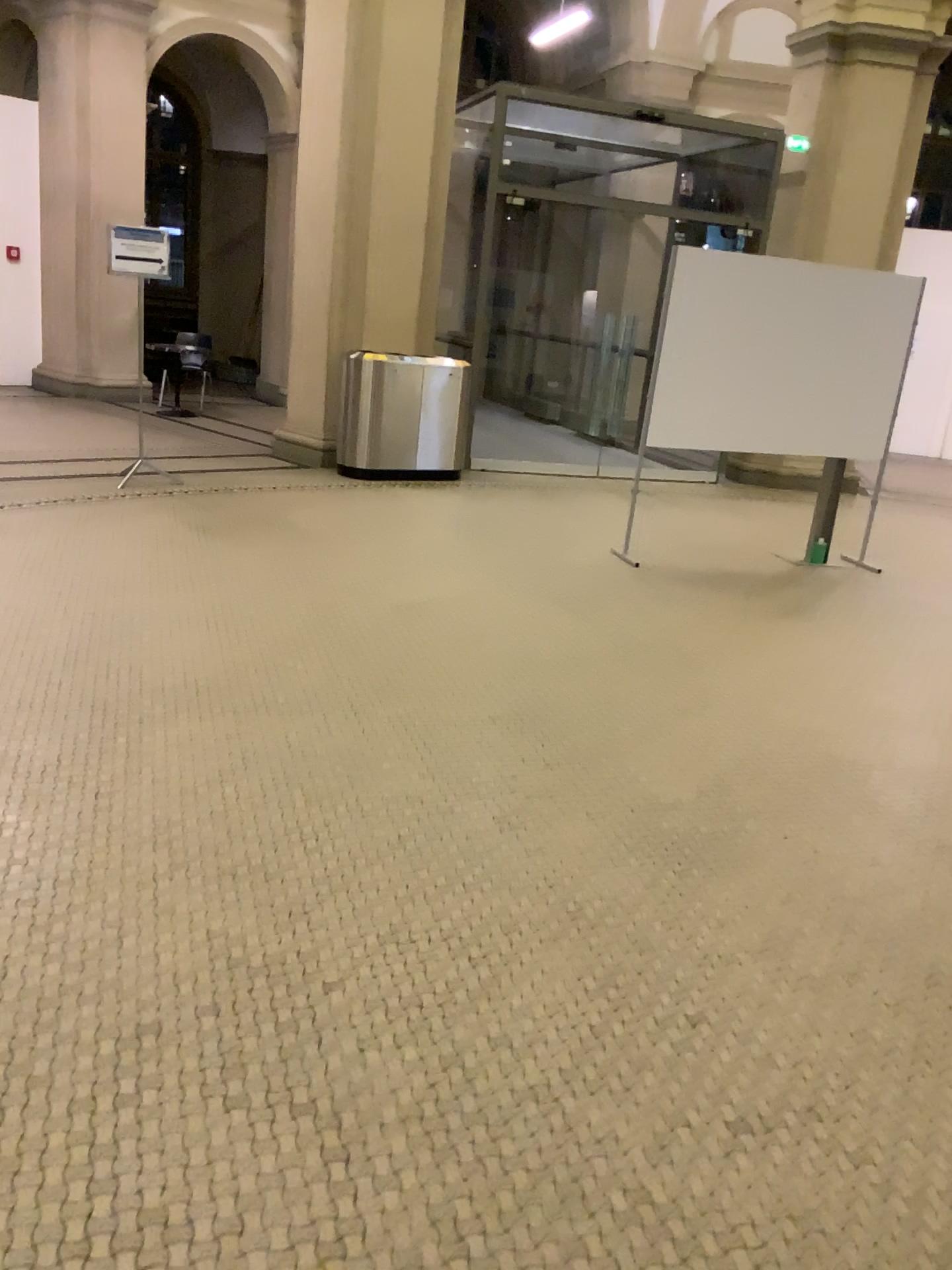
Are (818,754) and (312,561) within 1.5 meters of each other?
no
